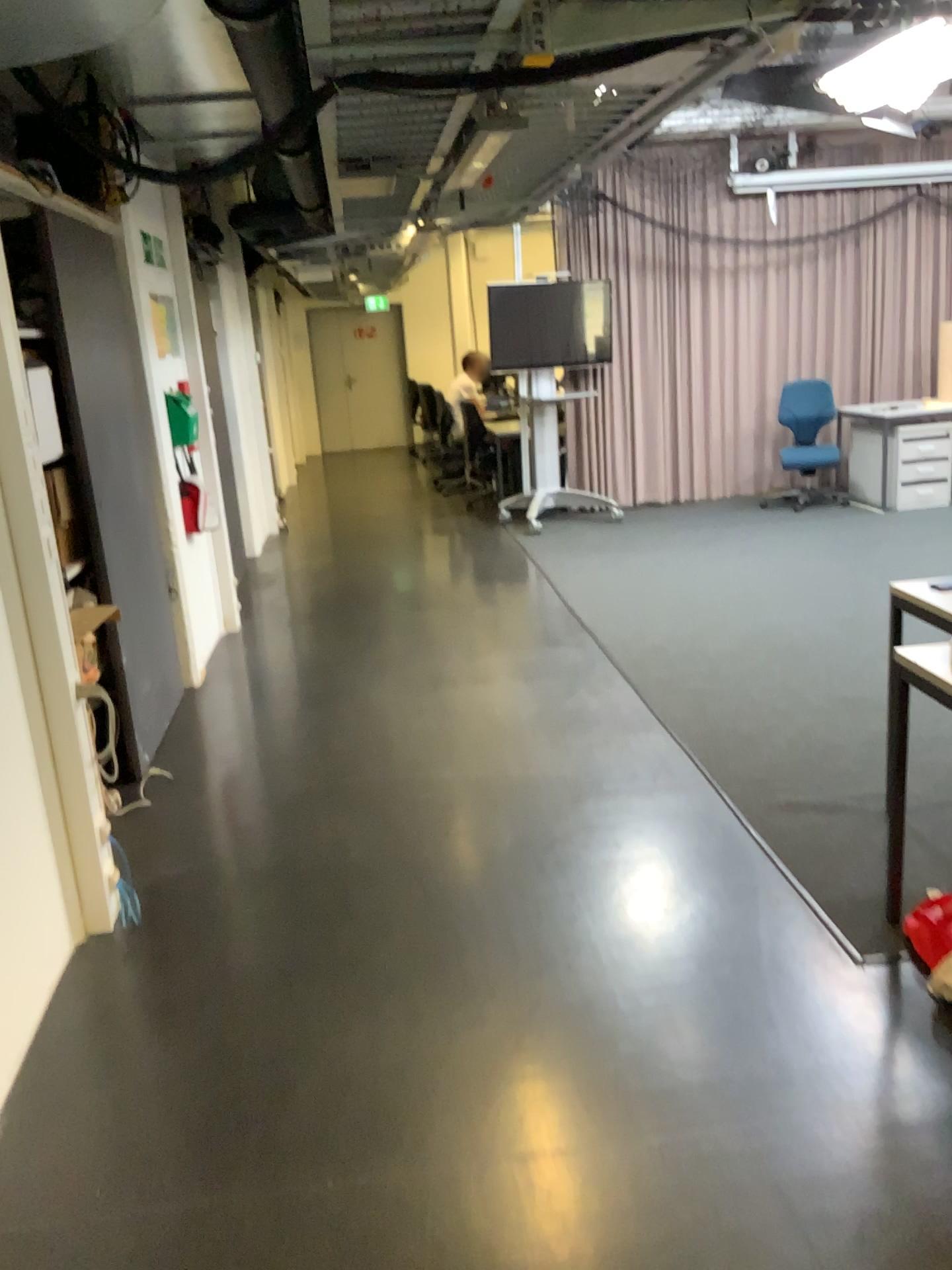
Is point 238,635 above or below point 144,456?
below
